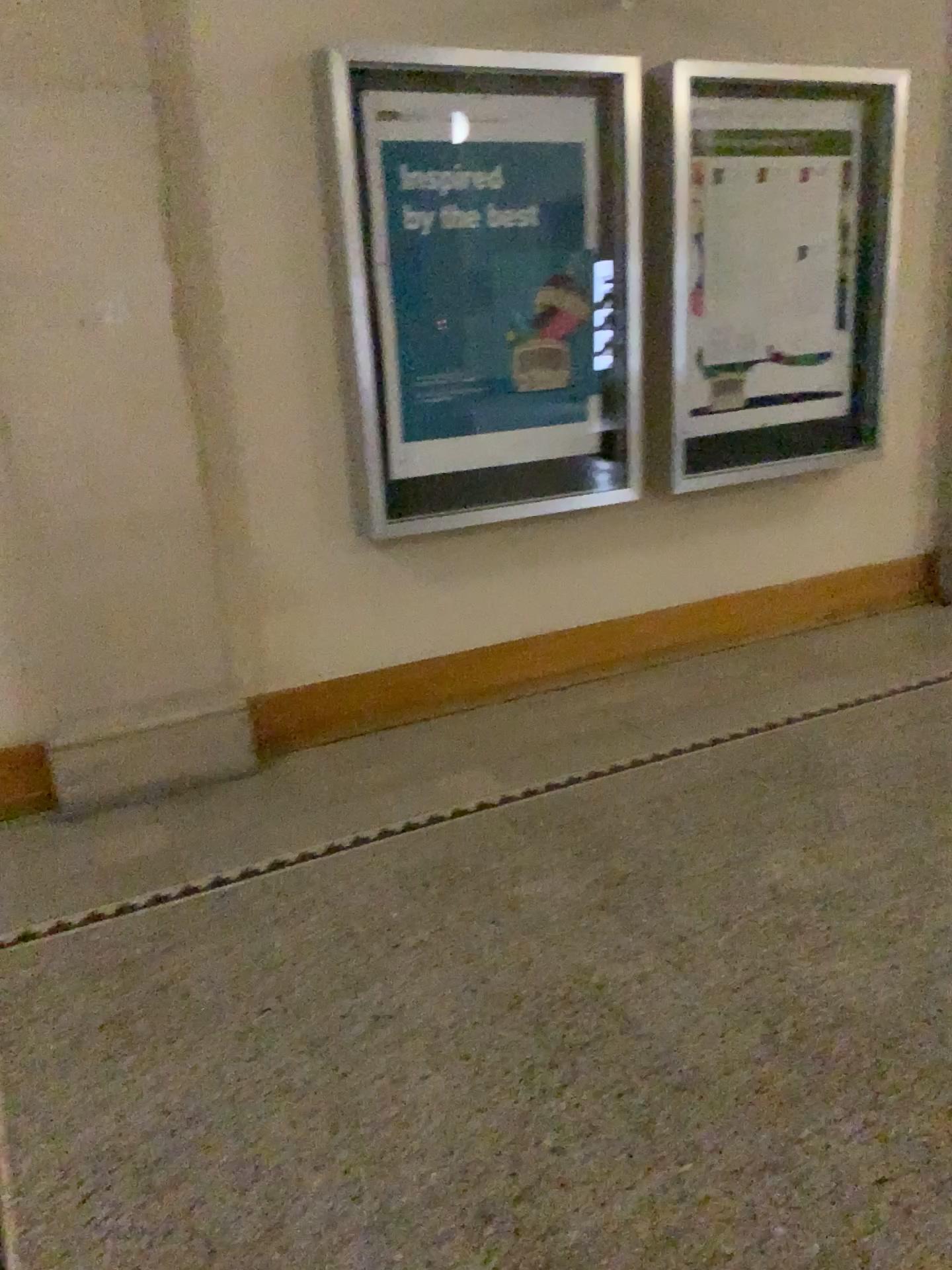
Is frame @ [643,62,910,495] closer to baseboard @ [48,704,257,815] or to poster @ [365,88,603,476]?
poster @ [365,88,603,476]

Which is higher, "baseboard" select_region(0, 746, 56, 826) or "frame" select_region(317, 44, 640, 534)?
"frame" select_region(317, 44, 640, 534)

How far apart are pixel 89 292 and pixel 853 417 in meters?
3.1 m

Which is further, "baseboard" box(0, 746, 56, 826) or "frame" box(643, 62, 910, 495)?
"frame" box(643, 62, 910, 495)

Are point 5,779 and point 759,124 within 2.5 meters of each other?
no

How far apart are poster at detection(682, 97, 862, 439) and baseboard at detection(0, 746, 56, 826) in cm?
262

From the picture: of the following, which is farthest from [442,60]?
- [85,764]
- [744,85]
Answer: [85,764]

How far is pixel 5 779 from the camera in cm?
324

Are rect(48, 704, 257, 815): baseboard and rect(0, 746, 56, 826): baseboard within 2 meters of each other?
yes

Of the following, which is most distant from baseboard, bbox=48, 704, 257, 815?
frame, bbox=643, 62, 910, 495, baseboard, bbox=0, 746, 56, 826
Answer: frame, bbox=643, 62, 910, 495
